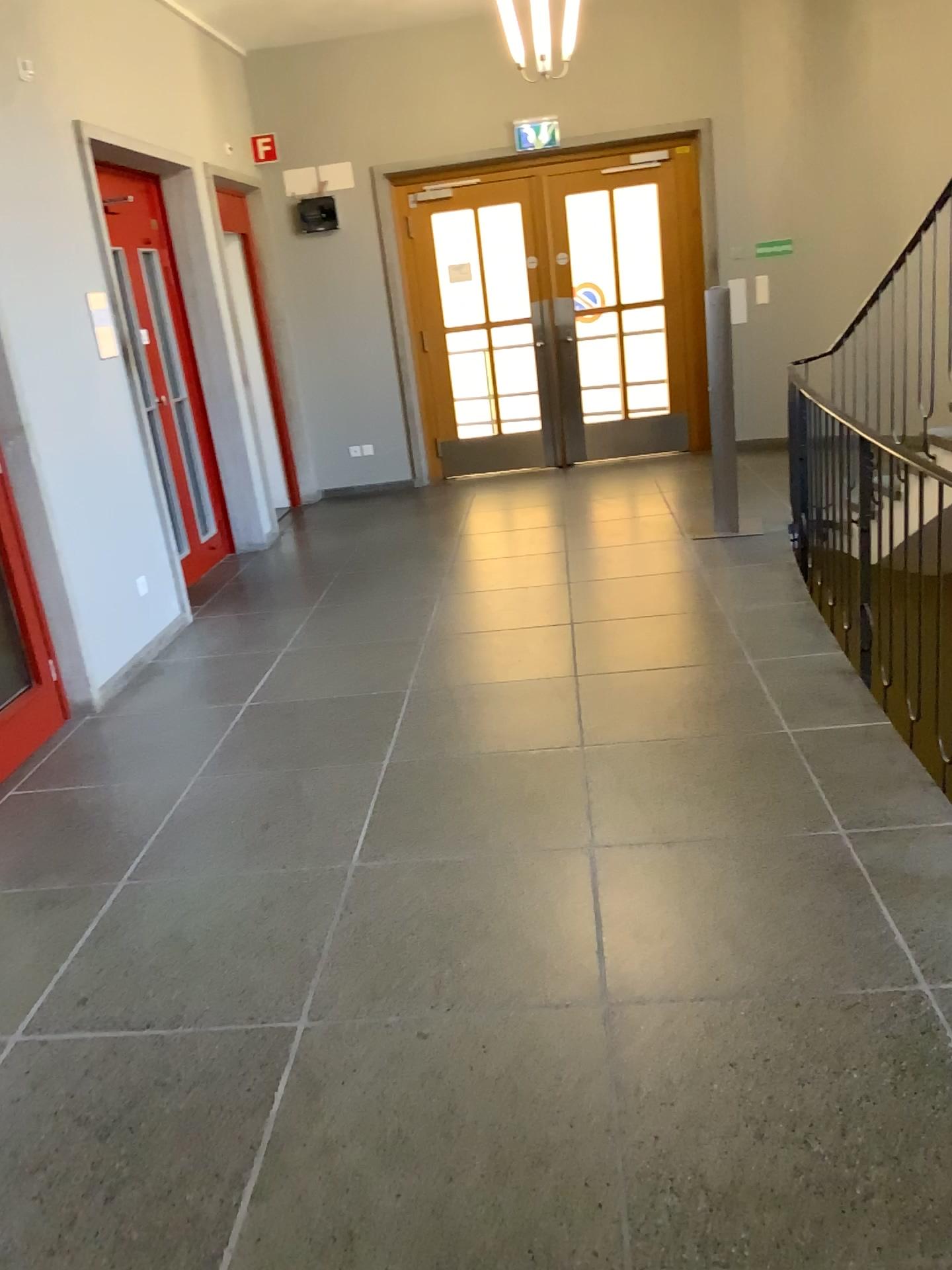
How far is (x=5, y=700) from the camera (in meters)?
4.09

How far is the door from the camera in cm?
409

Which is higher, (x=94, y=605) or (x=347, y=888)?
(x=94, y=605)
